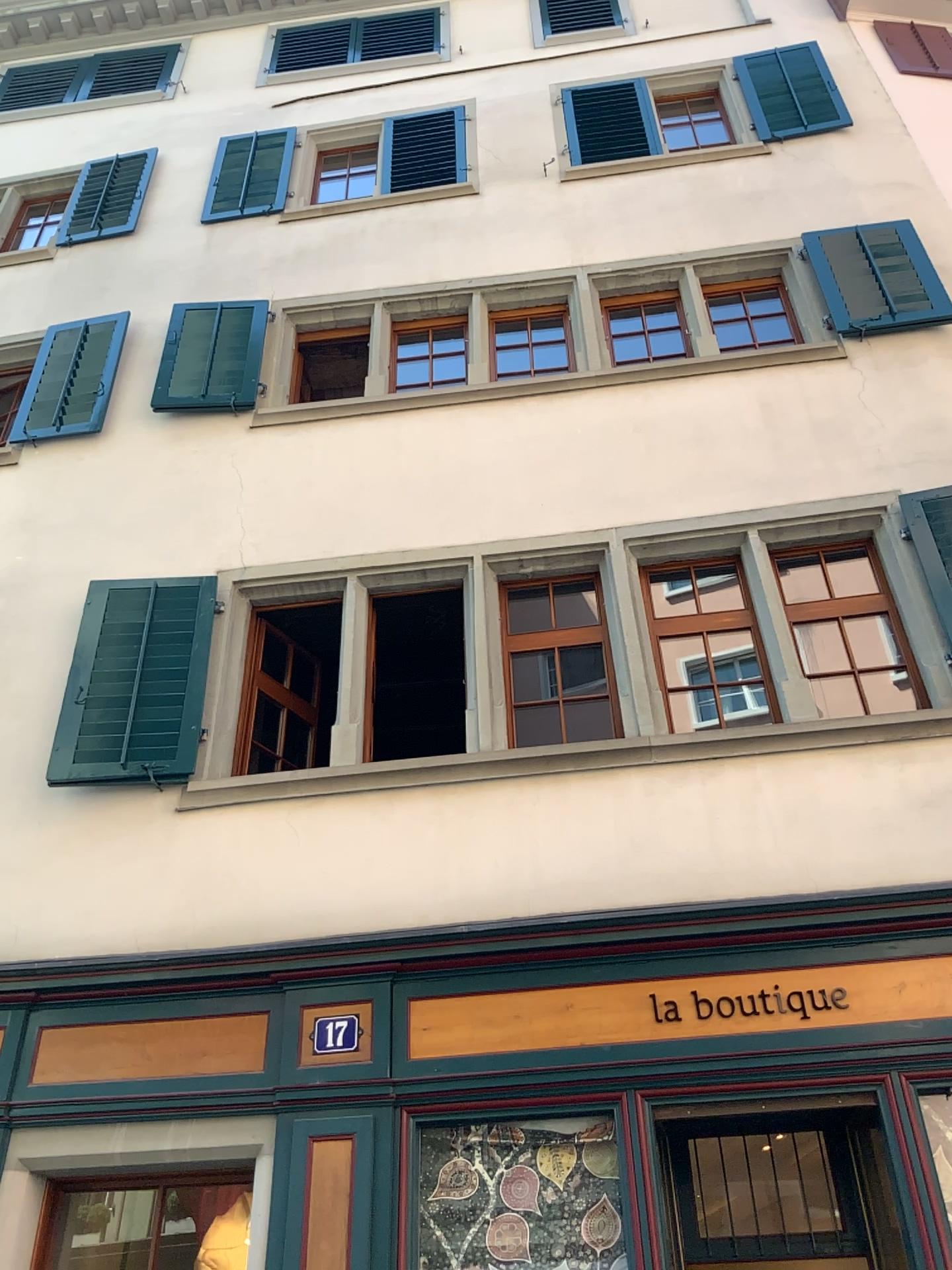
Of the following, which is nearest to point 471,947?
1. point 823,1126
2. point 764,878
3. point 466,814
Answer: point 466,814
